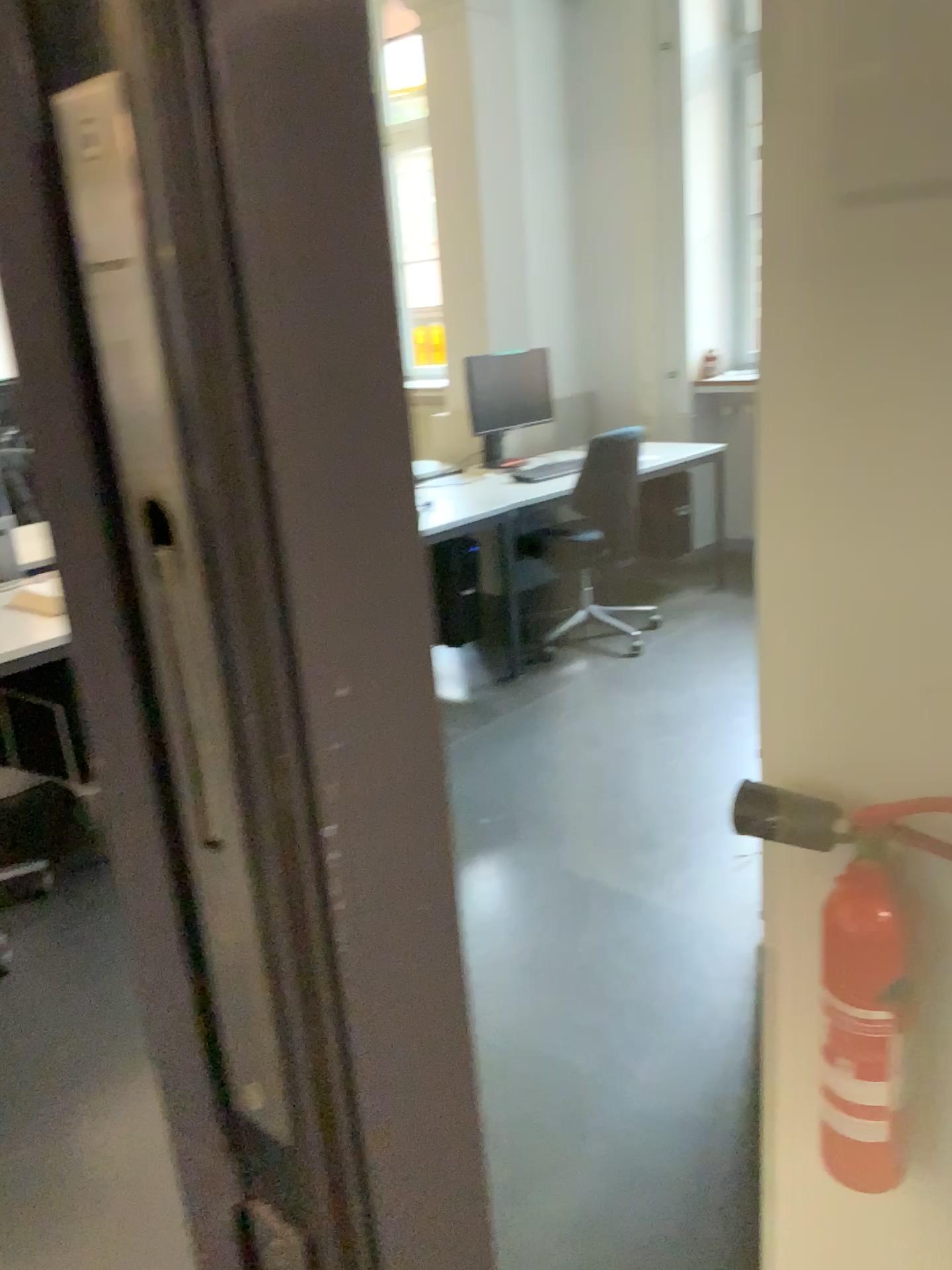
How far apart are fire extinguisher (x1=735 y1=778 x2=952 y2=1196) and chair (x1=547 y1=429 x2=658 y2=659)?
1.20m

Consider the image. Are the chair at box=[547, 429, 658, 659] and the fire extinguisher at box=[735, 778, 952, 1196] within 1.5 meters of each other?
yes

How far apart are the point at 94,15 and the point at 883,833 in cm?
120

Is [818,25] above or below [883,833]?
above

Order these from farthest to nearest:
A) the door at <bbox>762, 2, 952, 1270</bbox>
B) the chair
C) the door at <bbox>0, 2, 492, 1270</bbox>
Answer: the chair → the door at <bbox>762, 2, 952, 1270</bbox> → the door at <bbox>0, 2, 492, 1270</bbox>

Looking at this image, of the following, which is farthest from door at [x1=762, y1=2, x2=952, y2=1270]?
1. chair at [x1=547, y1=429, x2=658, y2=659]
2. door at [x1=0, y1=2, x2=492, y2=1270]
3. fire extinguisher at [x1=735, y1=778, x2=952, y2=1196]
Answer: chair at [x1=547, y1=429, x2=658, y2=659]

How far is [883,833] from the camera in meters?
1.2 m

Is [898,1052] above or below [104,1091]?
above

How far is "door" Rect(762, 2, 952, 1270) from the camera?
1.05m

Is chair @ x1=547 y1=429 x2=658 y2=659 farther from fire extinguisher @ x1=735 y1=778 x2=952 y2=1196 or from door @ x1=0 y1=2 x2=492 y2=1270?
door @ x1=0 y1=2 x2=492 y2=1270
